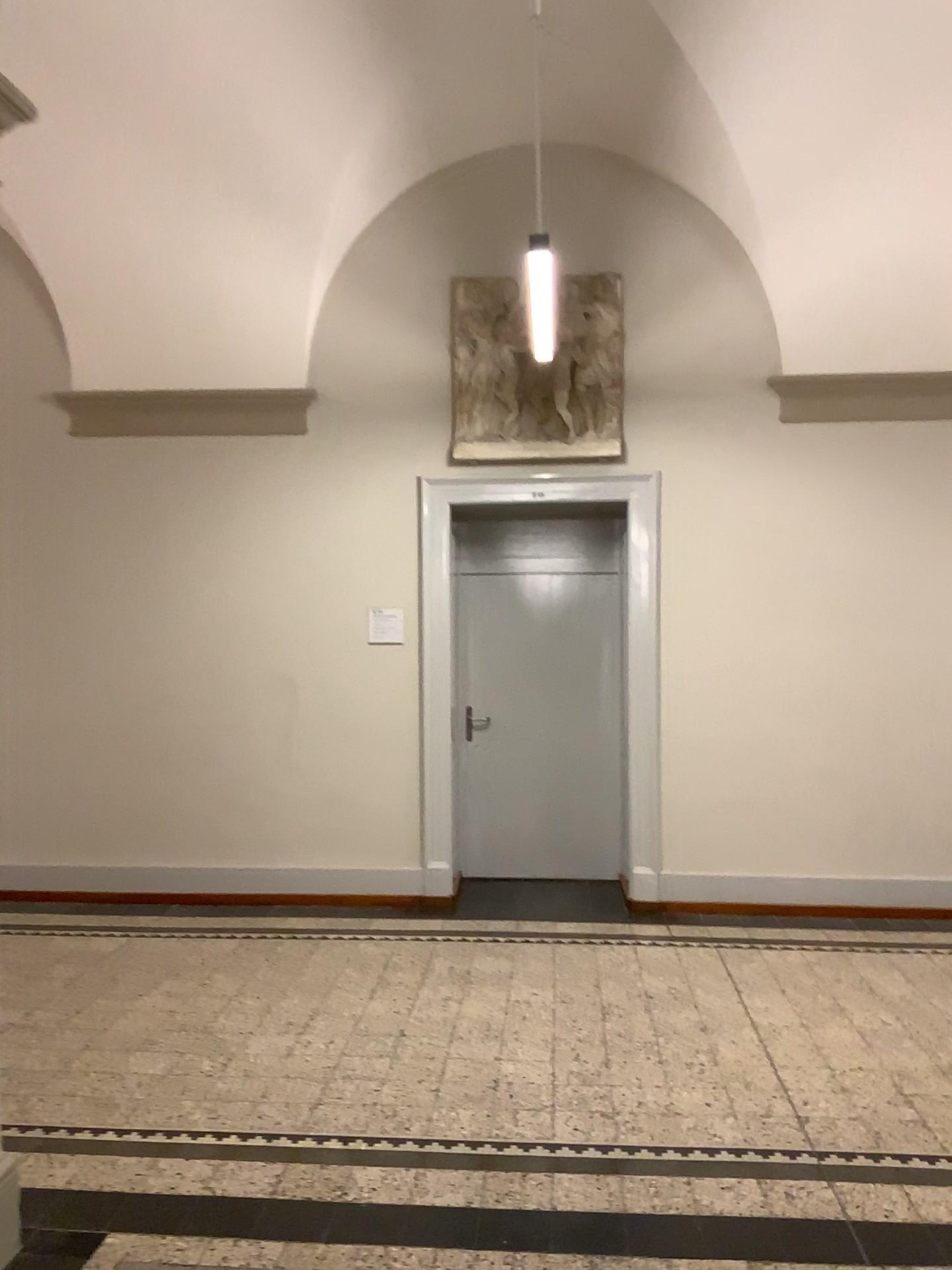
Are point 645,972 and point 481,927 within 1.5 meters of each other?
yes
